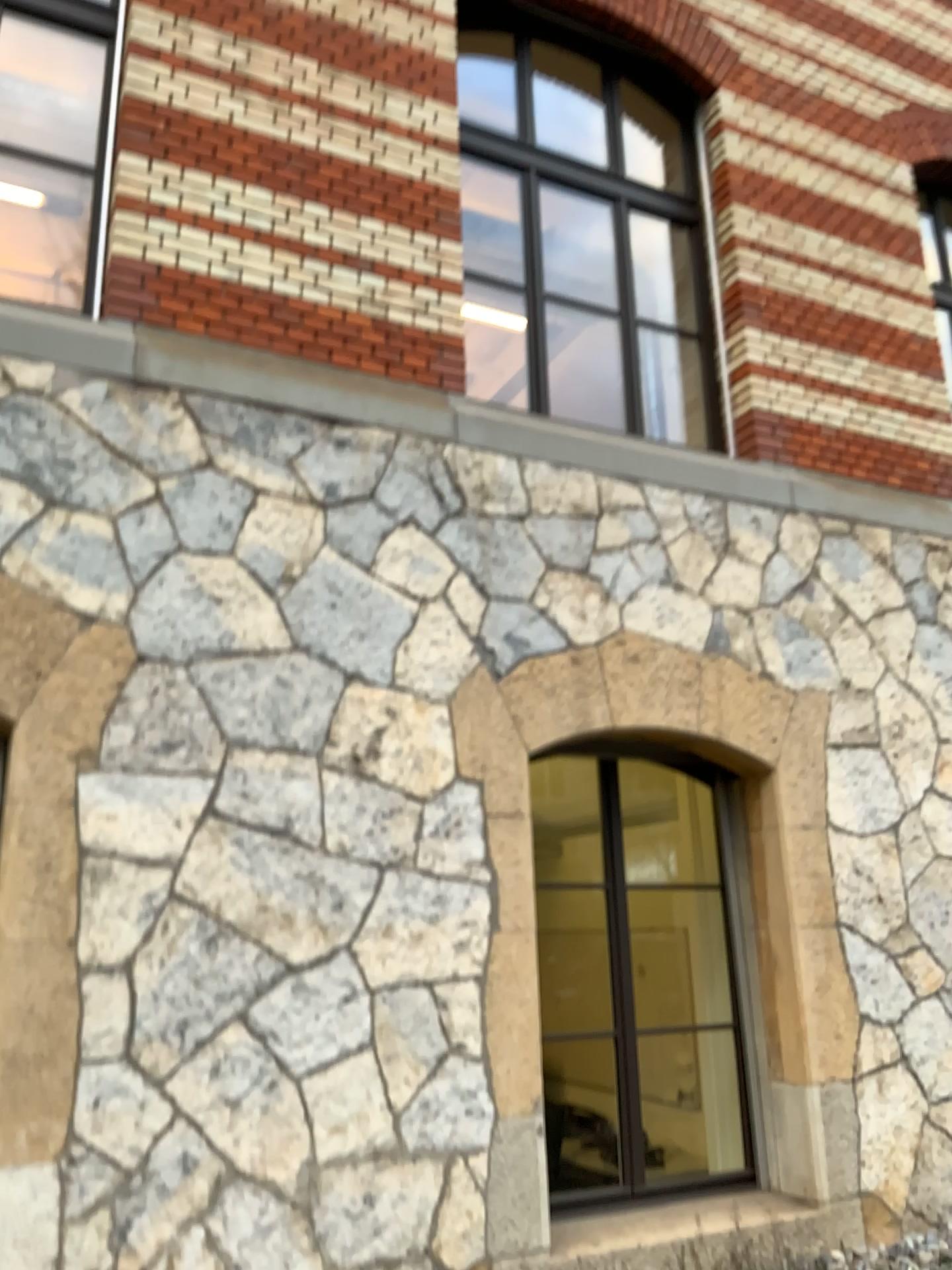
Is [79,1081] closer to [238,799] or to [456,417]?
[238,799]
